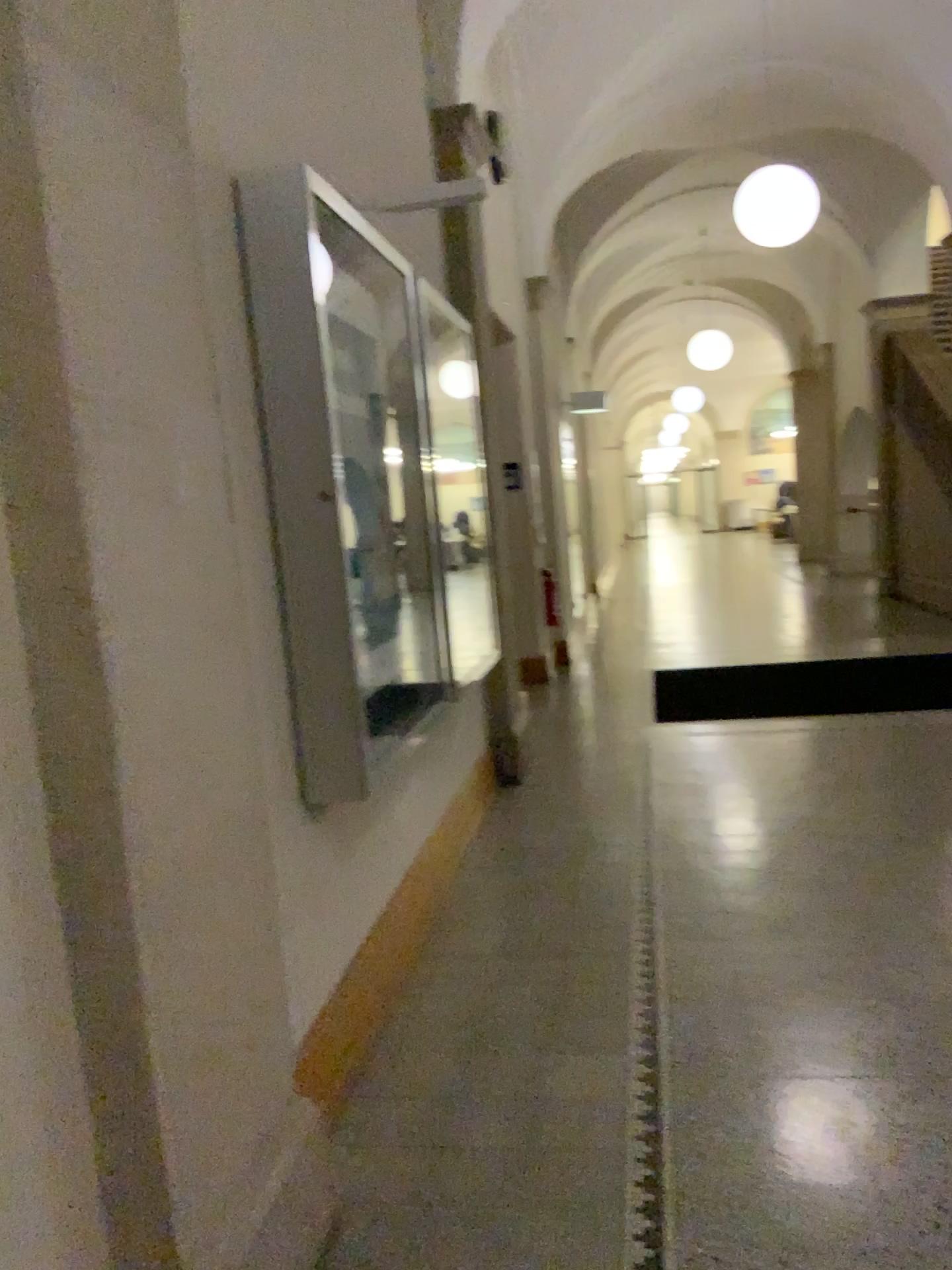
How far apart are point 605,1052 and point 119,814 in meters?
1.7 m
